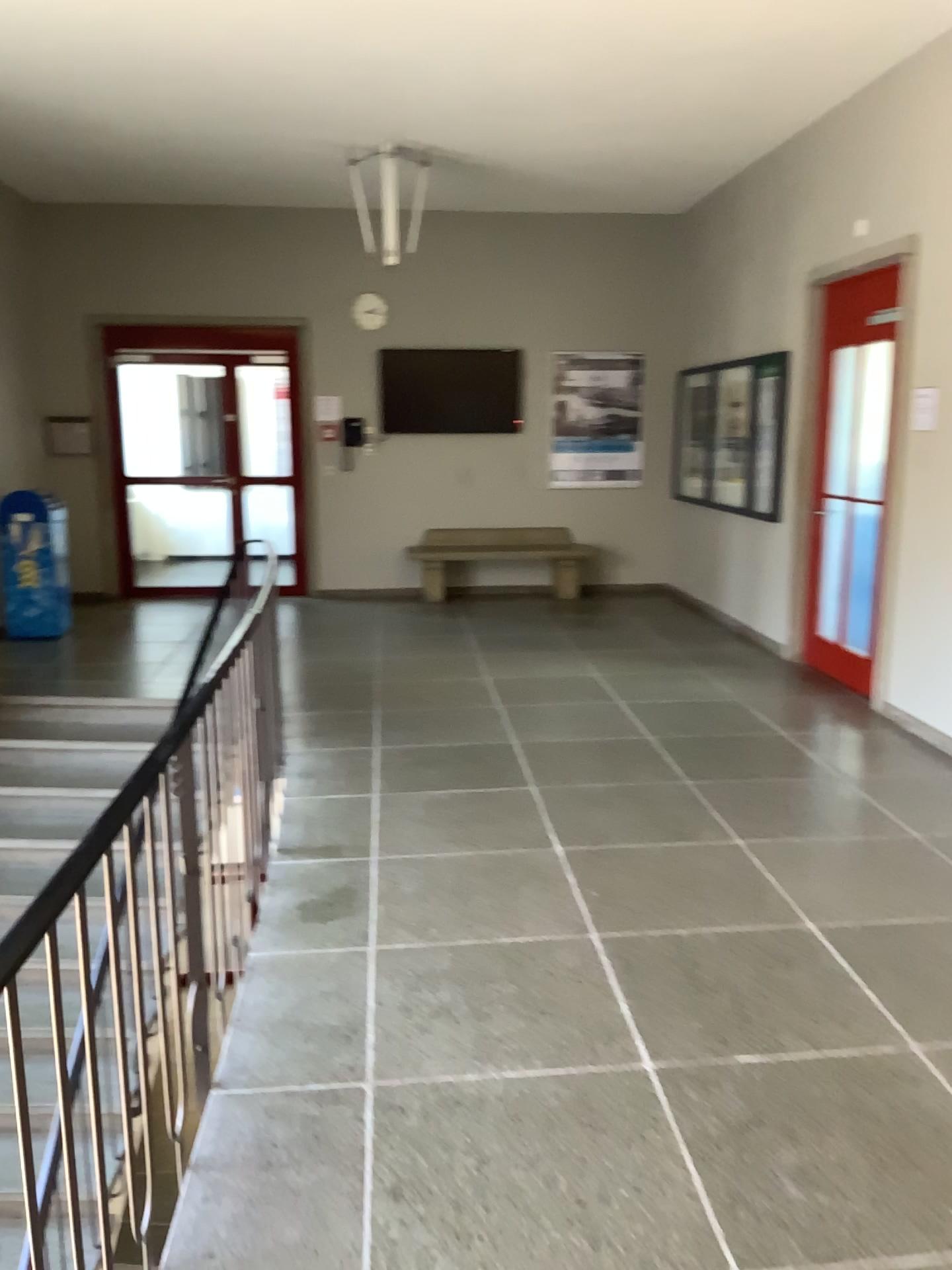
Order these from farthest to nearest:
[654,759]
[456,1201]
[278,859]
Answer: [654,759], [278,859], [456,1201]
